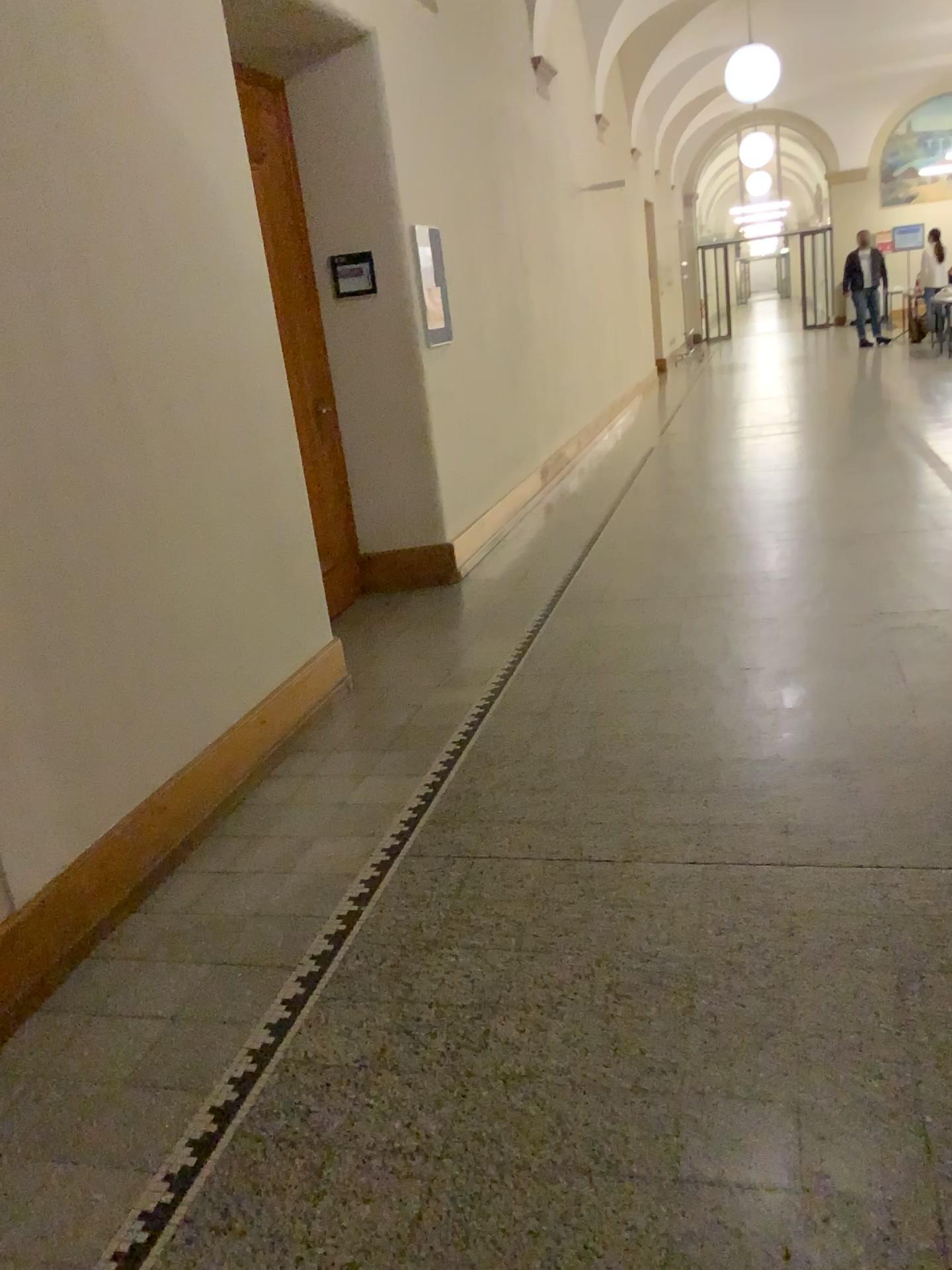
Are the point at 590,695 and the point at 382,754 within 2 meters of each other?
yes
